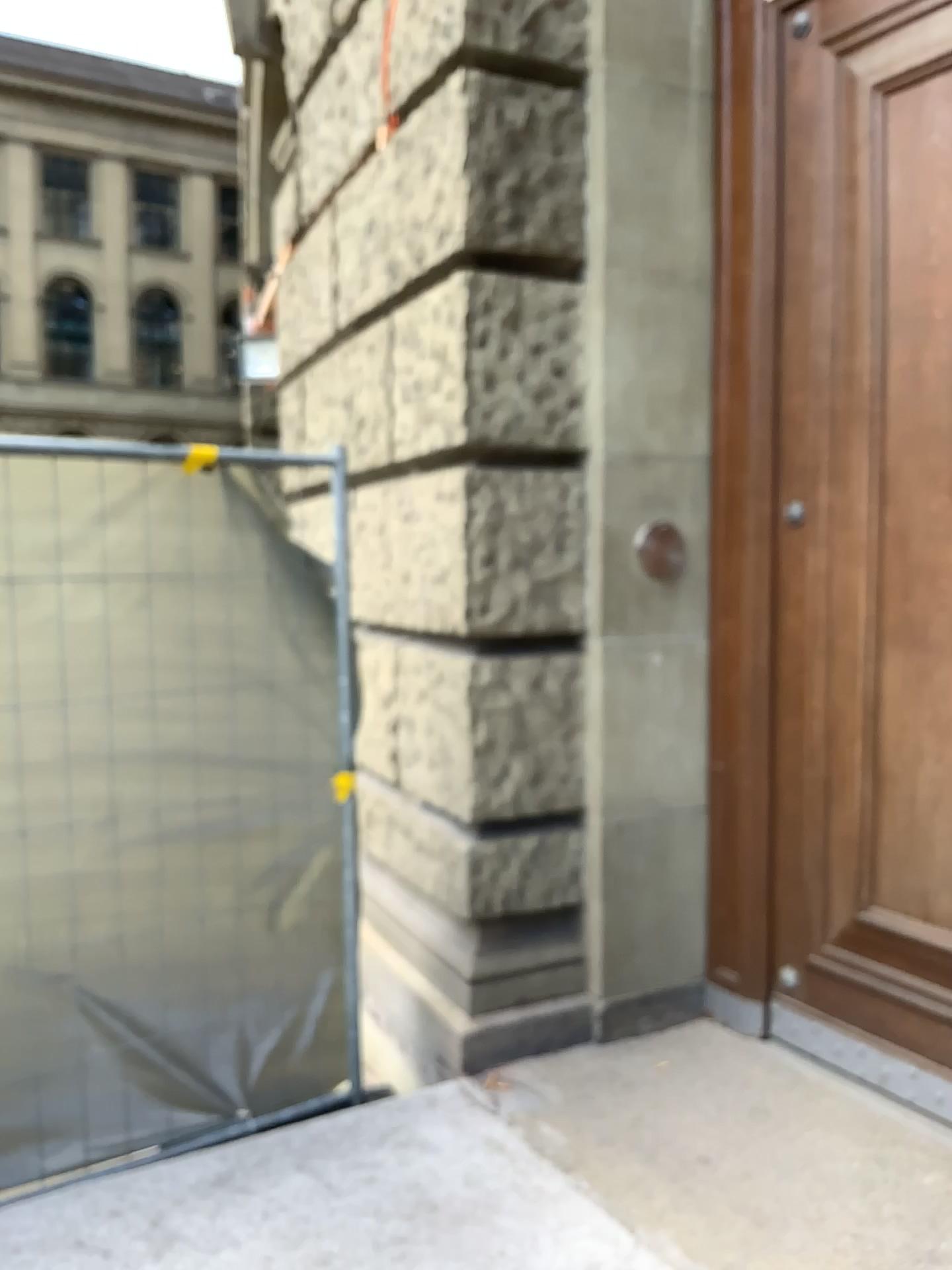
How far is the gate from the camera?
2.8 meters

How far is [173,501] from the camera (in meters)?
2.75

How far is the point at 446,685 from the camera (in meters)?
3.03

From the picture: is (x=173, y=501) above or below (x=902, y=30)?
below
